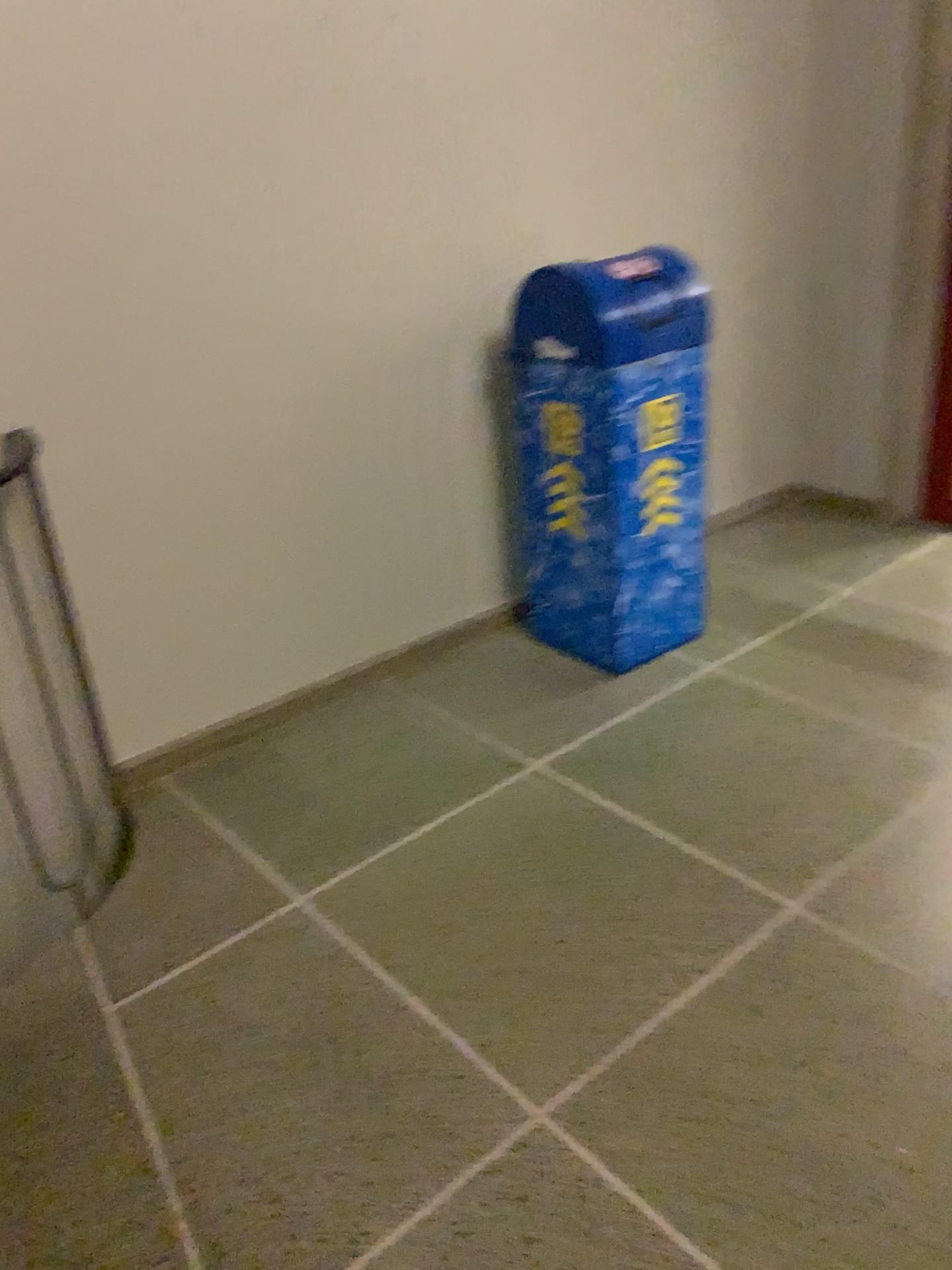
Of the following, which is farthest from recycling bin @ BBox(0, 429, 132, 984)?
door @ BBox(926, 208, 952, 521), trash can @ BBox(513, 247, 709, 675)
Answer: door @ BBox(926, 208, 952, 521)

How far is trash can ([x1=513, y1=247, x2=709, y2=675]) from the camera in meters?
2.6 m

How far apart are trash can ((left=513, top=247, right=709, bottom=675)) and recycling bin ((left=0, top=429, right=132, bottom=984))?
1.21m

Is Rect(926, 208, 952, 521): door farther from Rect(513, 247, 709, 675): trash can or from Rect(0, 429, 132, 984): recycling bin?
Rect(0, 429, 132, 984): recycling bin

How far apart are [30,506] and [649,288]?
1.6m

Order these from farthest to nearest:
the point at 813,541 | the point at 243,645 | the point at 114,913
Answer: the point at 813,541
the point at 243,645
the point at 114,913

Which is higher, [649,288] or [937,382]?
[649,288]

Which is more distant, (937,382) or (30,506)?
(937,382)

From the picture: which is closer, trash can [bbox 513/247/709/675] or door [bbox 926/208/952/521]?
trash can [bbox 513/247/709/675]
